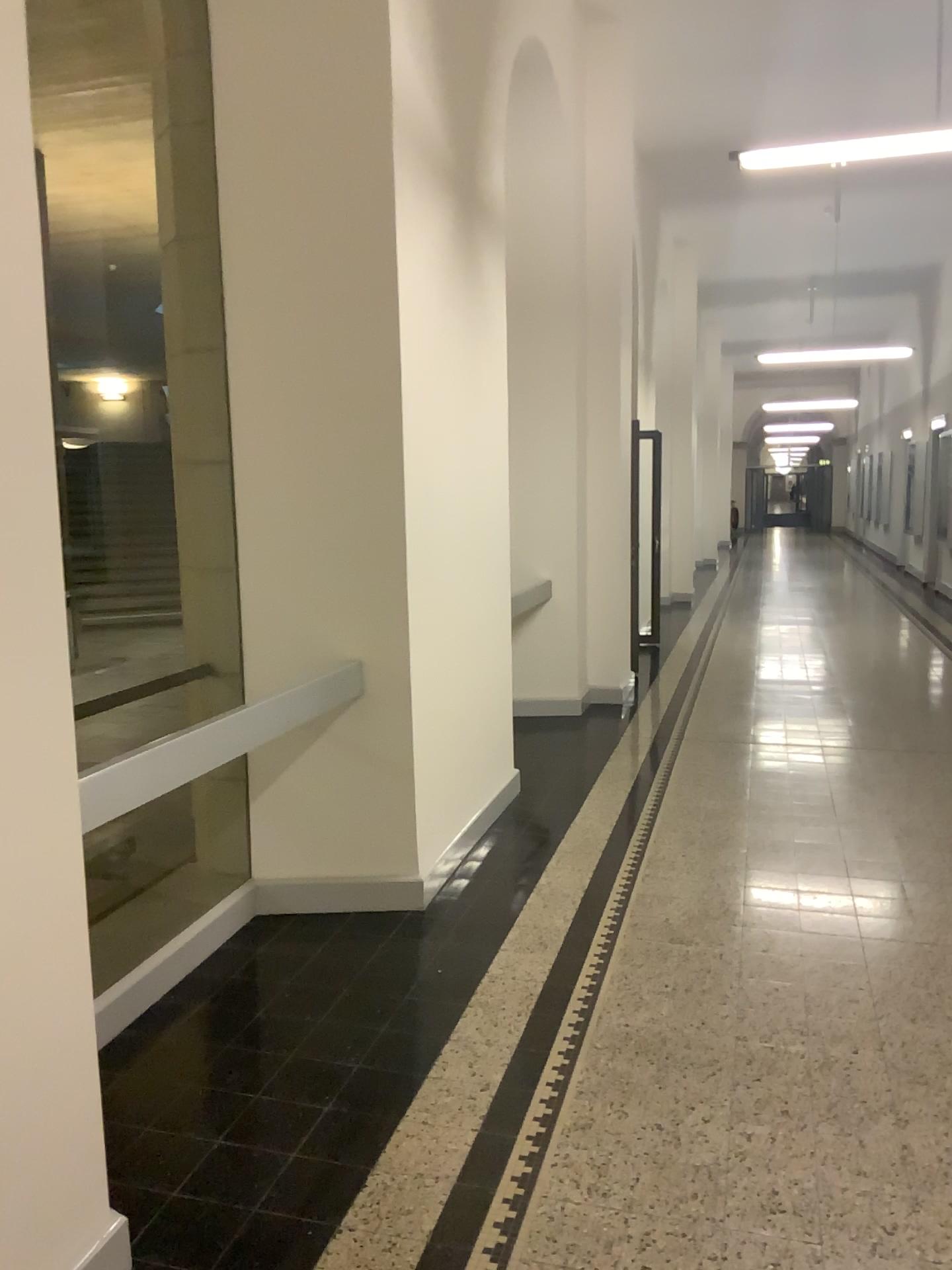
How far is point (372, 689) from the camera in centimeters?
393cm
